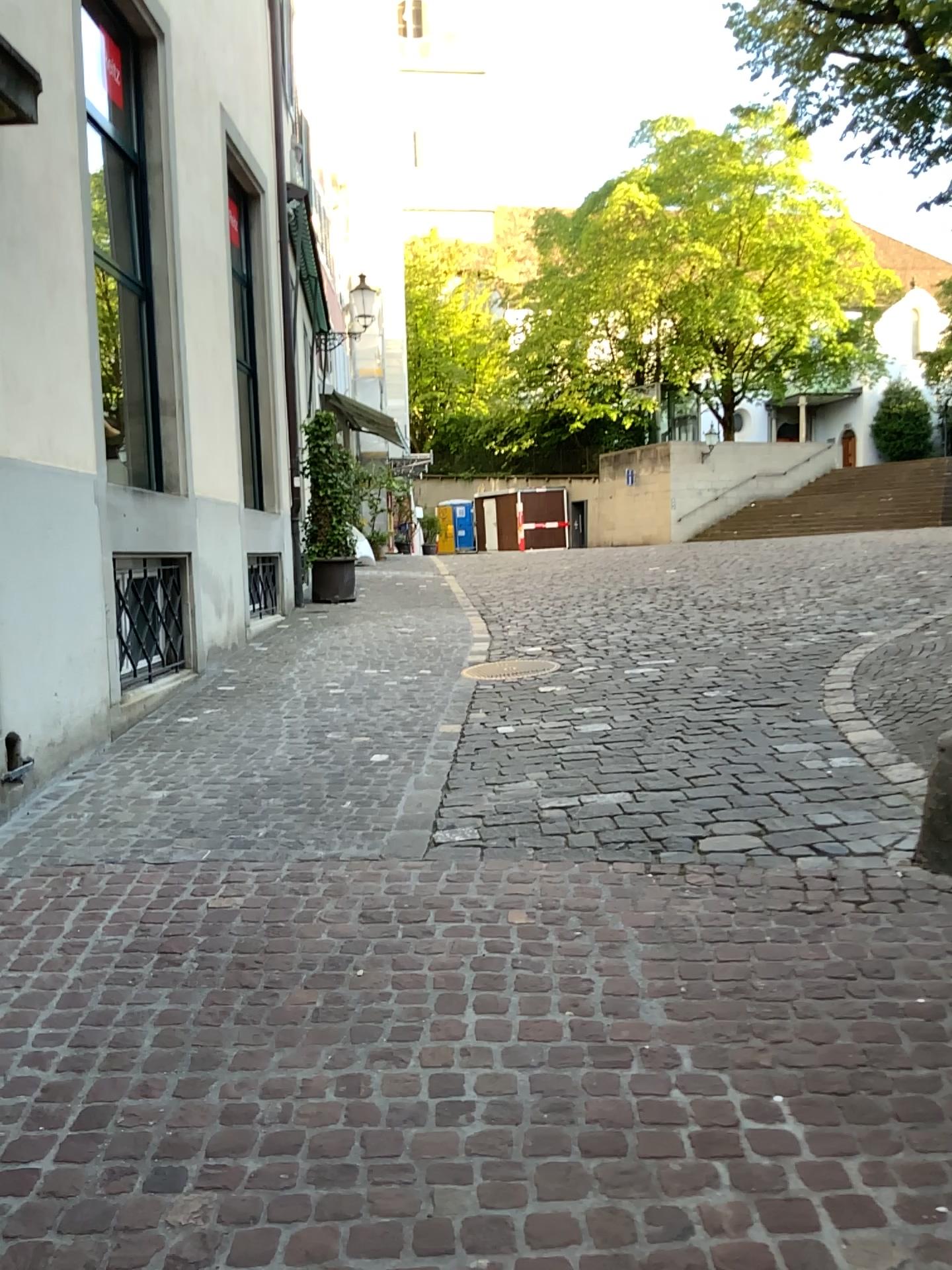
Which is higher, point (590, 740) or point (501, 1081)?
point (590, 740)
